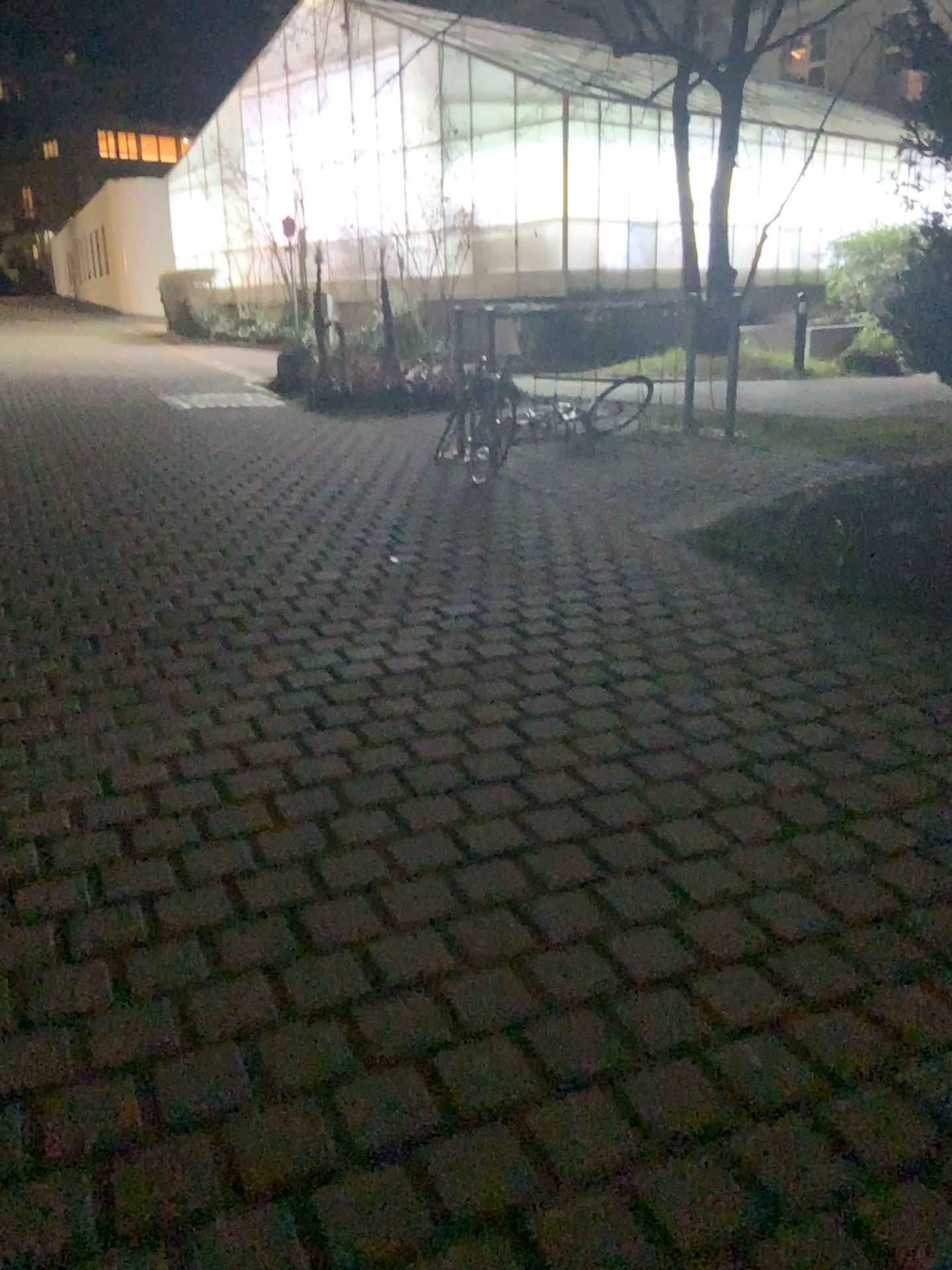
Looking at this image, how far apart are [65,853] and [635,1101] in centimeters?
163cm
